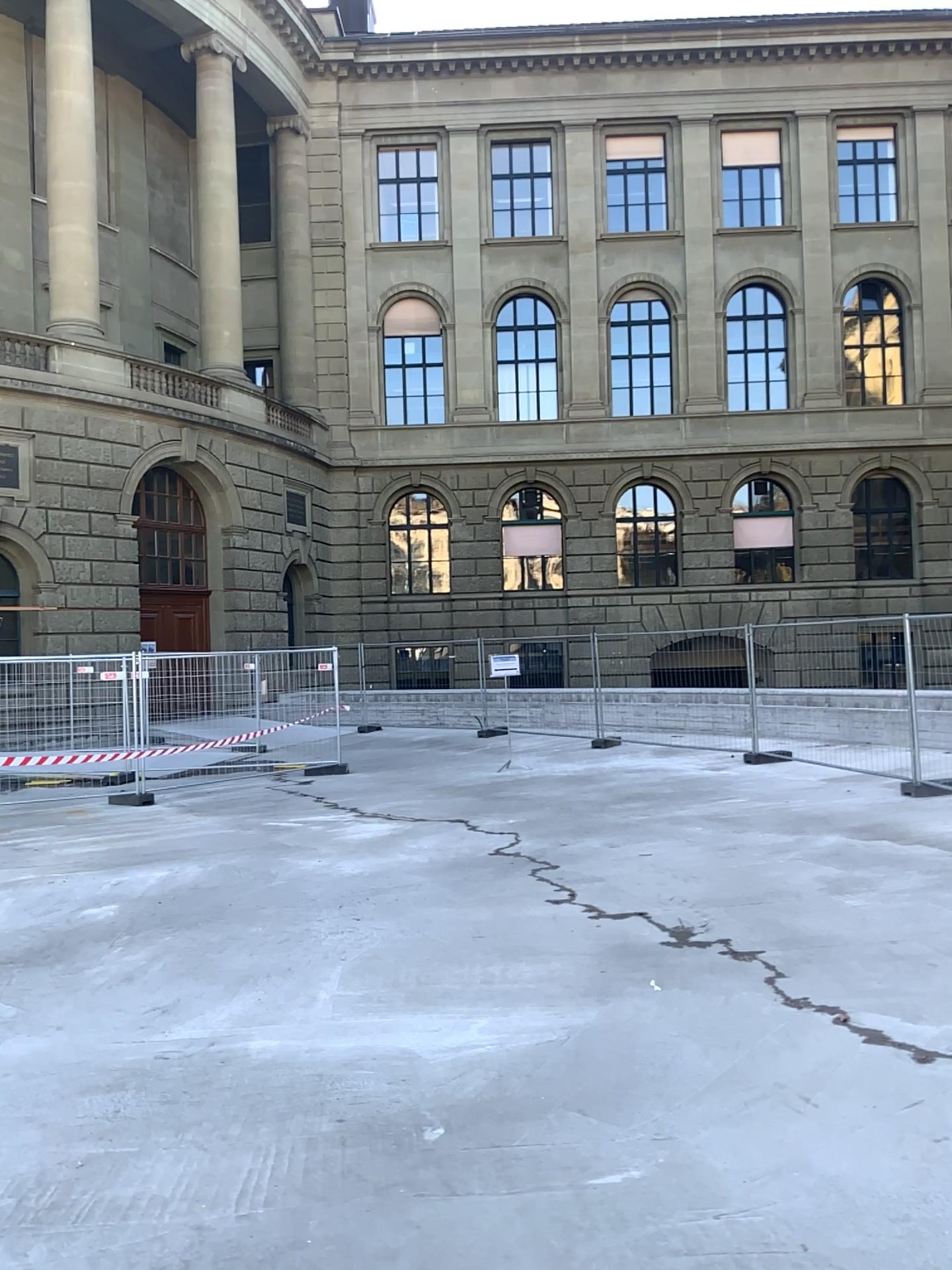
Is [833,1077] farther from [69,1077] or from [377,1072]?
[69,1077]
